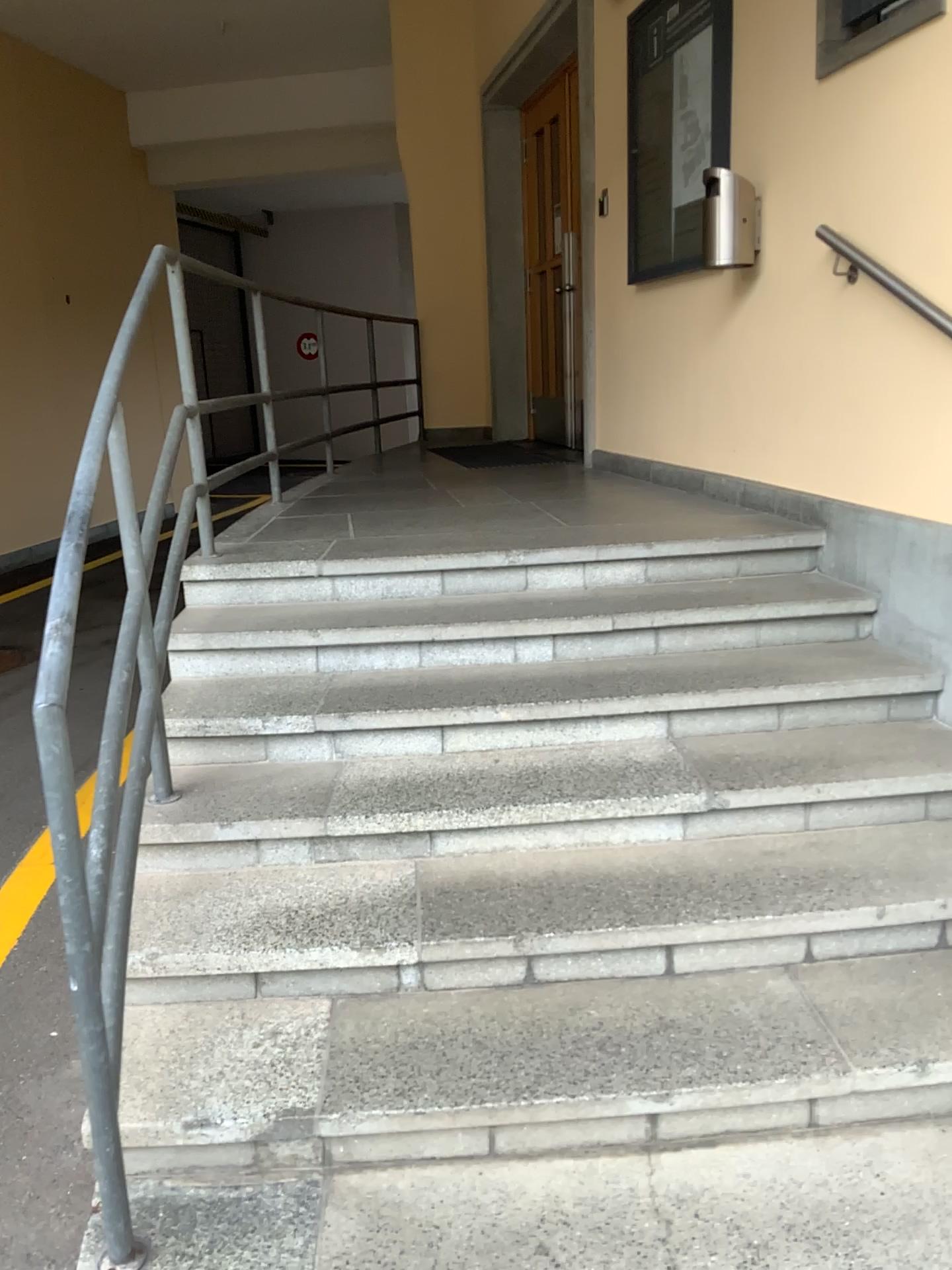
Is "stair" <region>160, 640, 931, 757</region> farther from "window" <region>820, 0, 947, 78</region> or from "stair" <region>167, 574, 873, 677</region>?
"window" <region>820, 0, 947, 78</region>

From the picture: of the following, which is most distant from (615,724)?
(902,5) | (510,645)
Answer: (902,5)

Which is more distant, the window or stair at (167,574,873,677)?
stair at (167,574,873,677)

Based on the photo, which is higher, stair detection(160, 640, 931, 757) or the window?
the window

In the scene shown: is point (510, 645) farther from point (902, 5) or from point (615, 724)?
point (902, 5)

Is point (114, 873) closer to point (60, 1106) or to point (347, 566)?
point (60, 1106)

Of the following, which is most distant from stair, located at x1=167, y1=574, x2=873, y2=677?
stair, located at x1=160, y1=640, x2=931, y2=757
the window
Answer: the window

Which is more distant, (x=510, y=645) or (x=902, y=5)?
(x=510, y=645)
